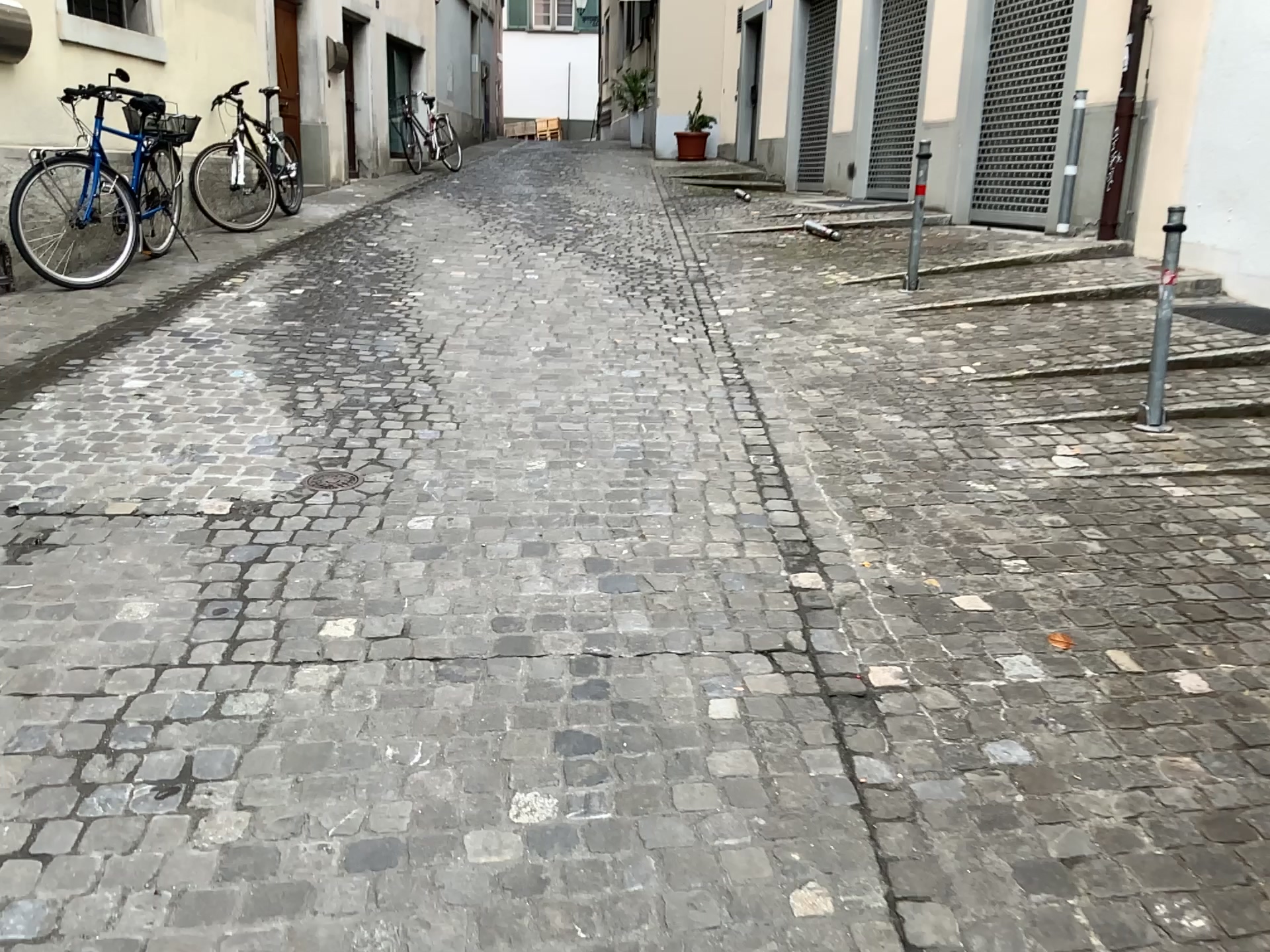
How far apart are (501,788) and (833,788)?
0.7 meters
